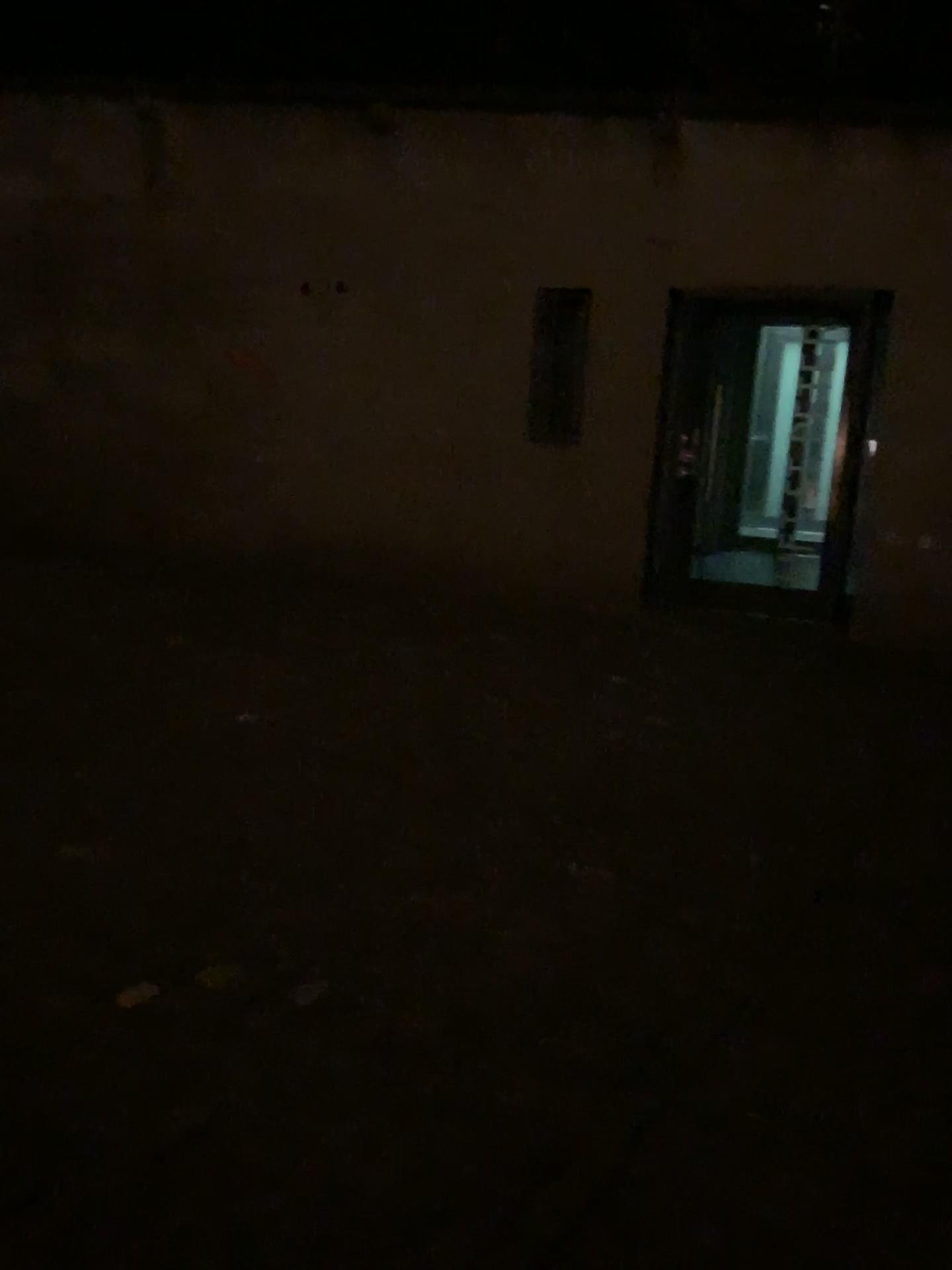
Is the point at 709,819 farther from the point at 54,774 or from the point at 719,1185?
the point at 54,774
